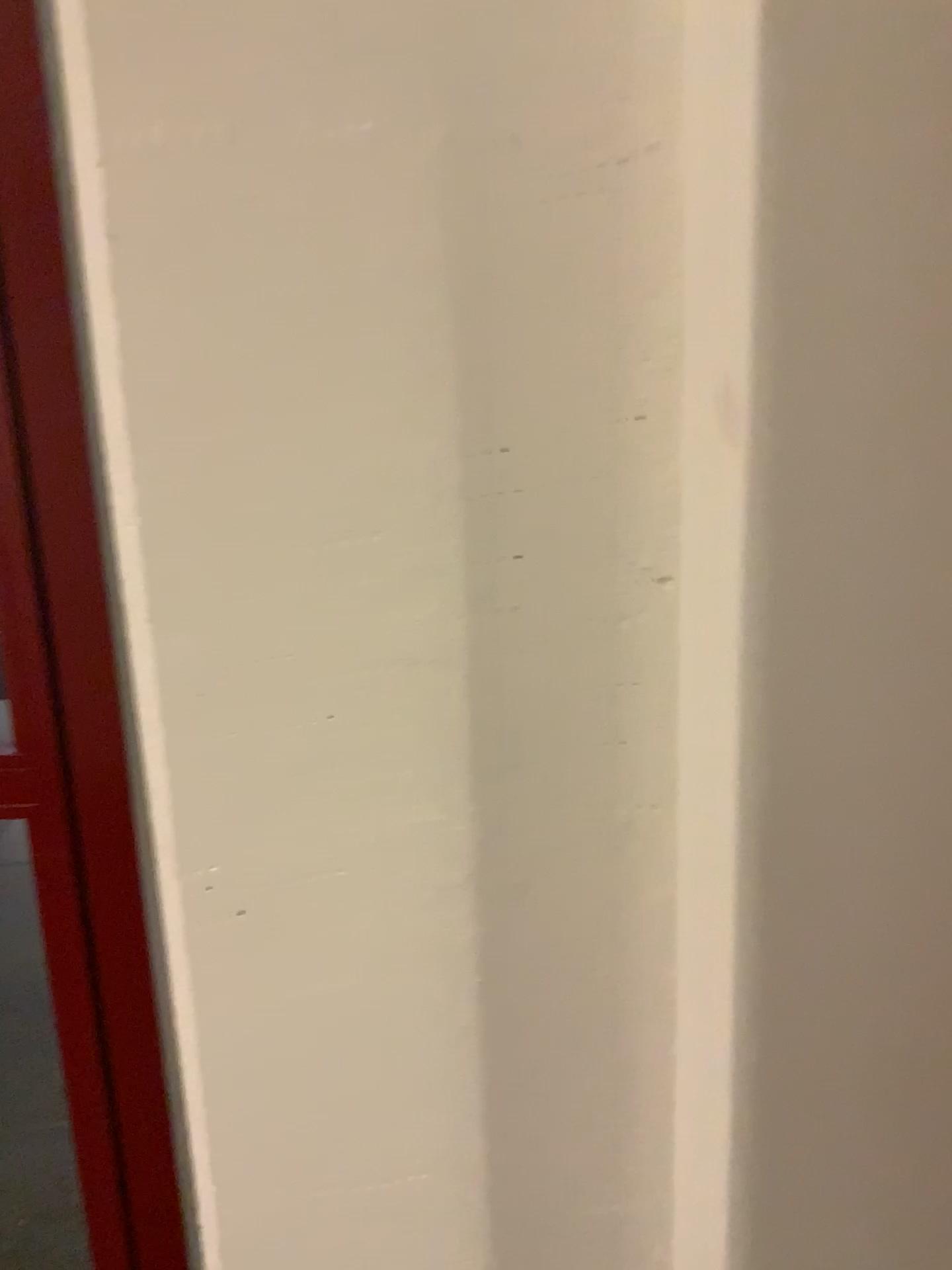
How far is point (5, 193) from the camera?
1.2m

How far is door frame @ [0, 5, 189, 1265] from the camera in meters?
1.2

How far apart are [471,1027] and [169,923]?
0.26m
